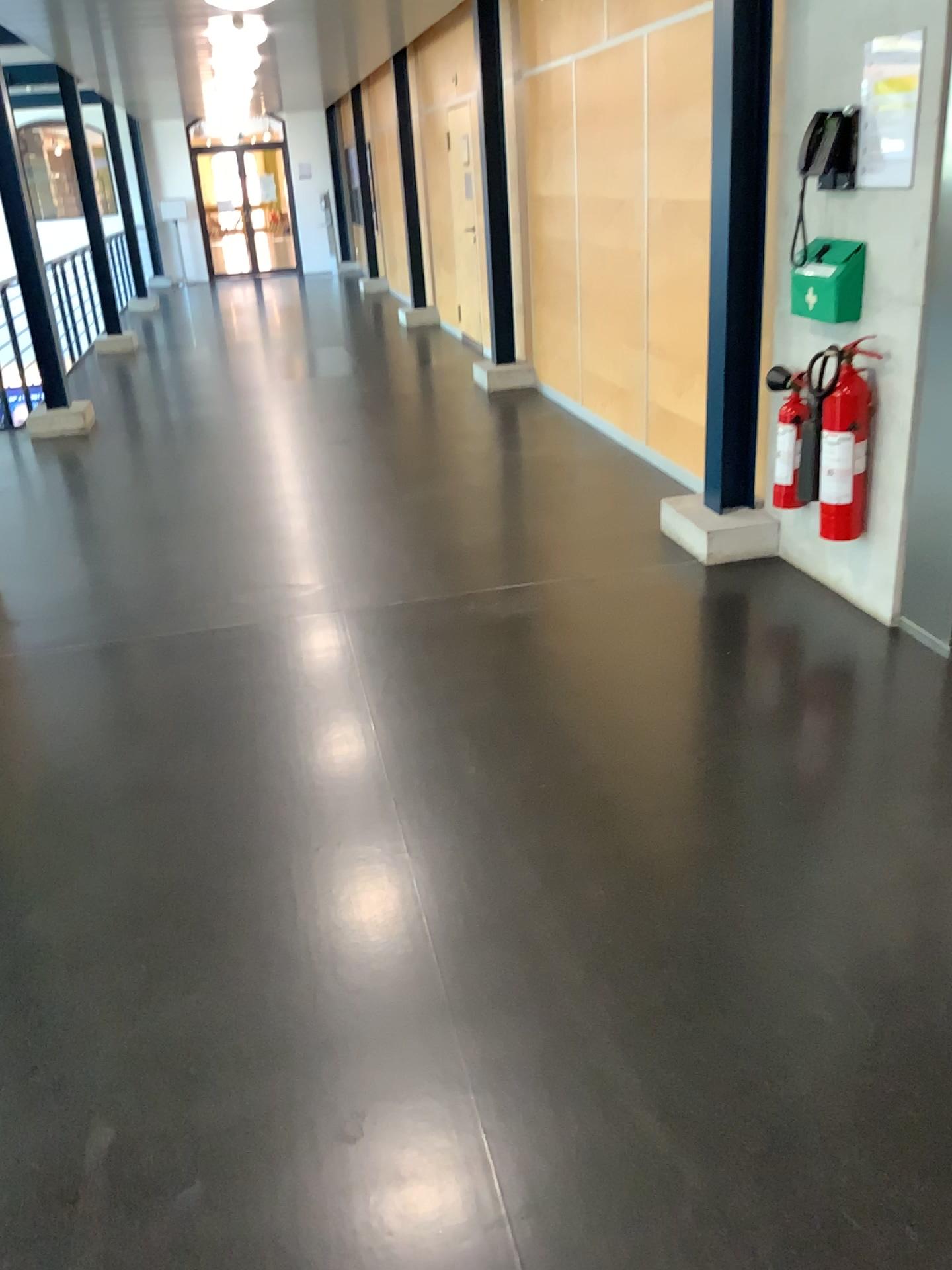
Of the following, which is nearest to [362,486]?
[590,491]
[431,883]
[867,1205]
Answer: [590,491]

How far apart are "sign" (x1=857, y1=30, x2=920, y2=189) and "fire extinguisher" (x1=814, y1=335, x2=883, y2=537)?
0.51m

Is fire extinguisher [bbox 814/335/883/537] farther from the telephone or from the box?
the telephone

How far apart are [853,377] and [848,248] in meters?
0.4 m

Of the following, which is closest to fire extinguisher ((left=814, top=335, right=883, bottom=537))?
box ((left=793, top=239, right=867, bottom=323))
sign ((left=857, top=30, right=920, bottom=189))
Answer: box ((left=793, top=239, right=867, bottom=323))

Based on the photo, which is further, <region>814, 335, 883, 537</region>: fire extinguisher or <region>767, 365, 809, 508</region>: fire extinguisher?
<region>767, 365, 809, 508</region>: fire extinguisher

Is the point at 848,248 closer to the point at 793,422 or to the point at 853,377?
the point at 853,377

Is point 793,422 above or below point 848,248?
below

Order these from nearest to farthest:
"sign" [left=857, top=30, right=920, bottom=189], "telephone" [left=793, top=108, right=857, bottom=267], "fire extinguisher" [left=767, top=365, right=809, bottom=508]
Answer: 1. "sign" [left=857, top=30, right=920, bottom=189]
2. "telephone" [left=793, top=108, right=857, bottom=267]
3. "fire extinguisher" [left=767, top=365, right=809, bottom=508]

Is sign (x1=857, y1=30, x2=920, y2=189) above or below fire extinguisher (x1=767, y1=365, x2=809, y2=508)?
above
